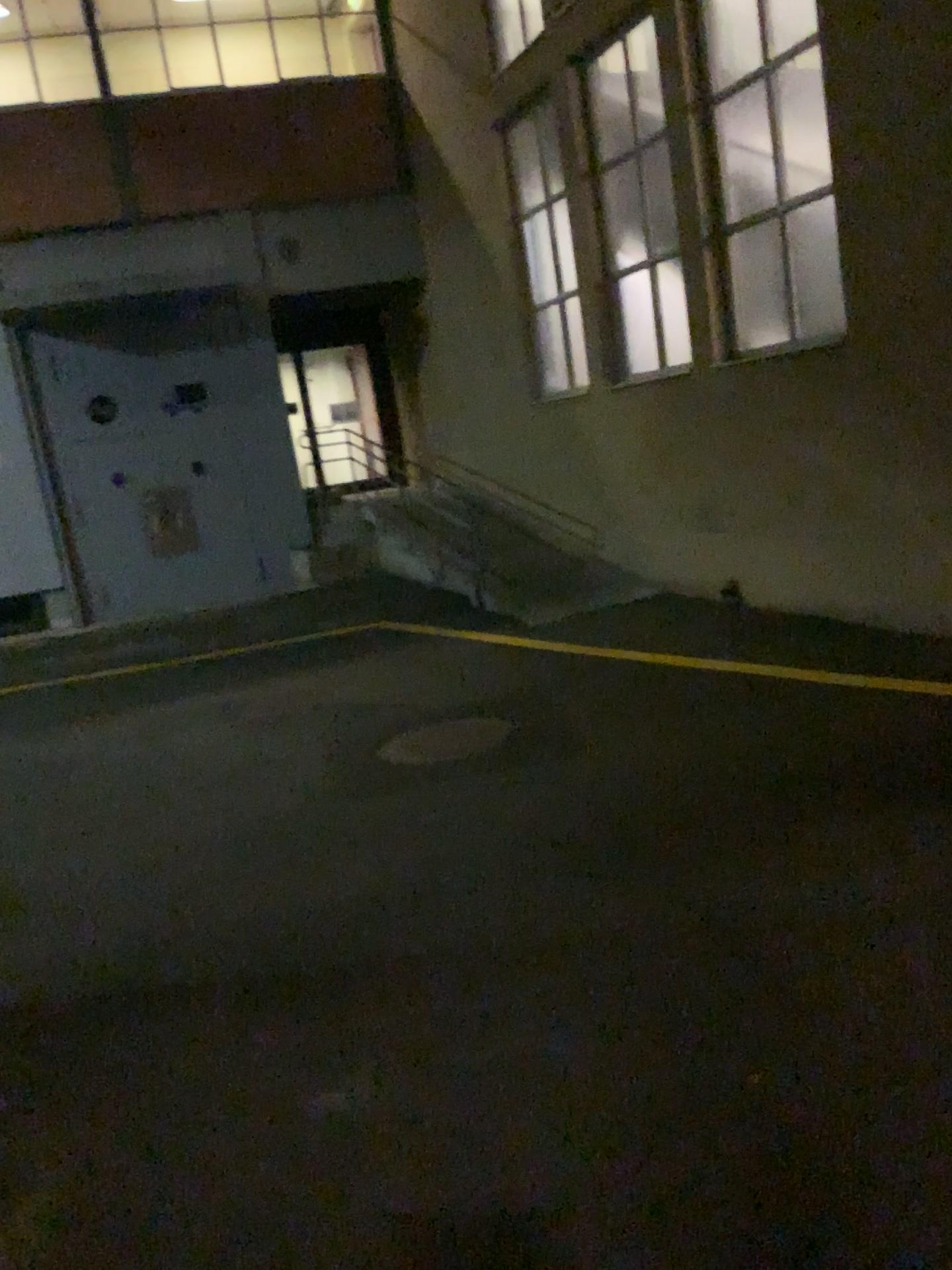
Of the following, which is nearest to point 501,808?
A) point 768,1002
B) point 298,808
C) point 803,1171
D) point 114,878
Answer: point 298,808
